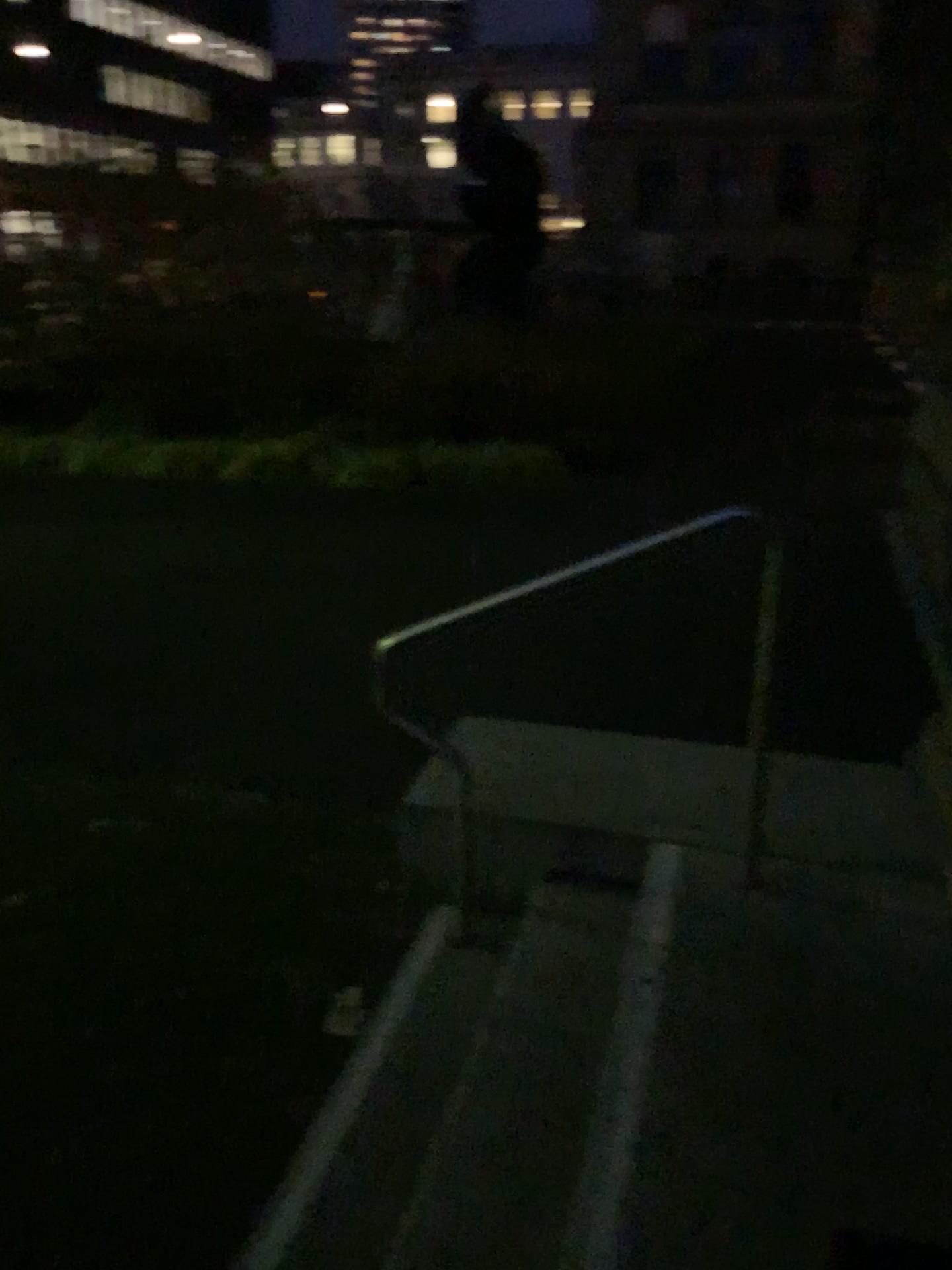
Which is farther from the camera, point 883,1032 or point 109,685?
point 109,685
